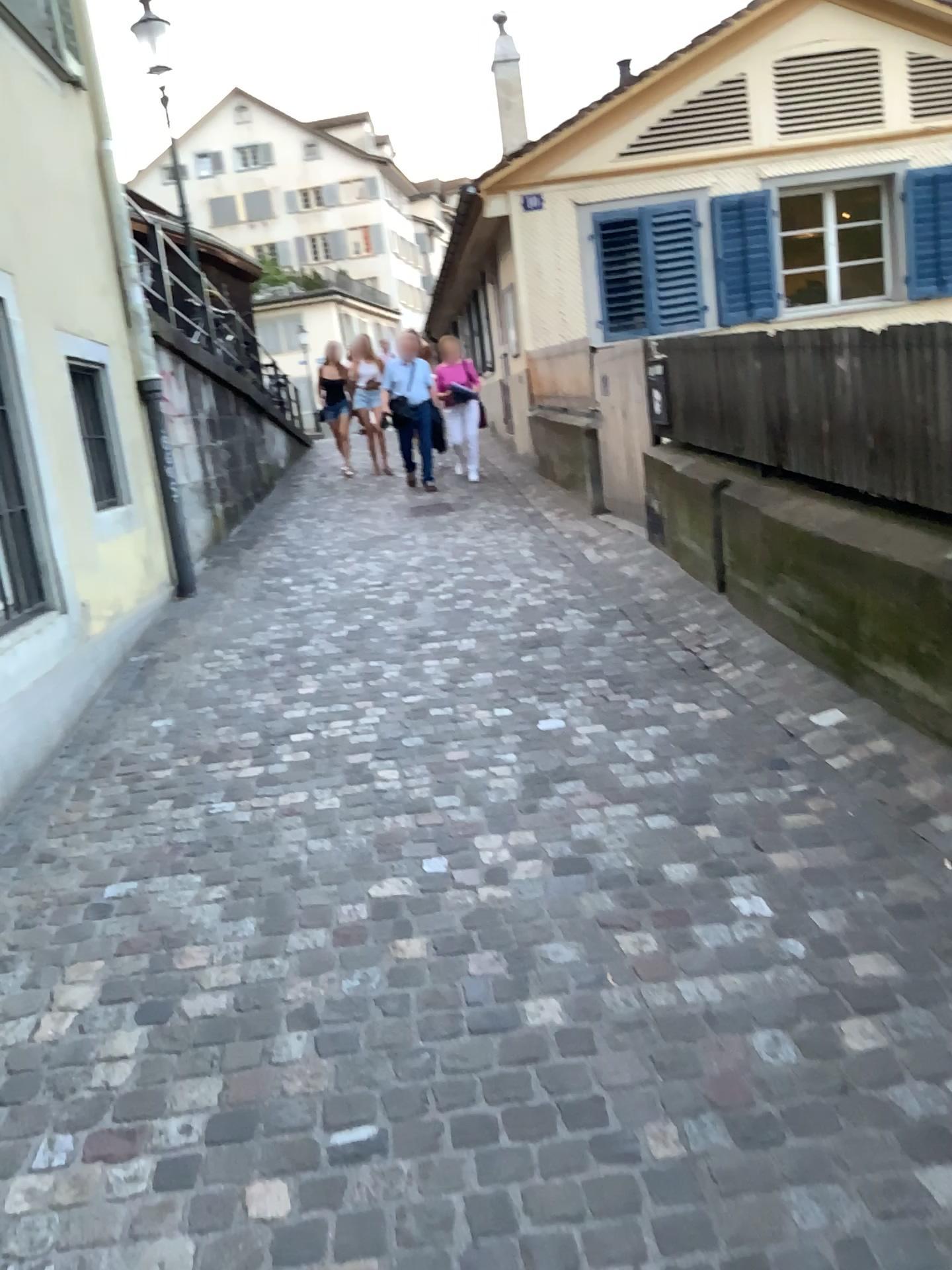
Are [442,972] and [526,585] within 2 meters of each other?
no
